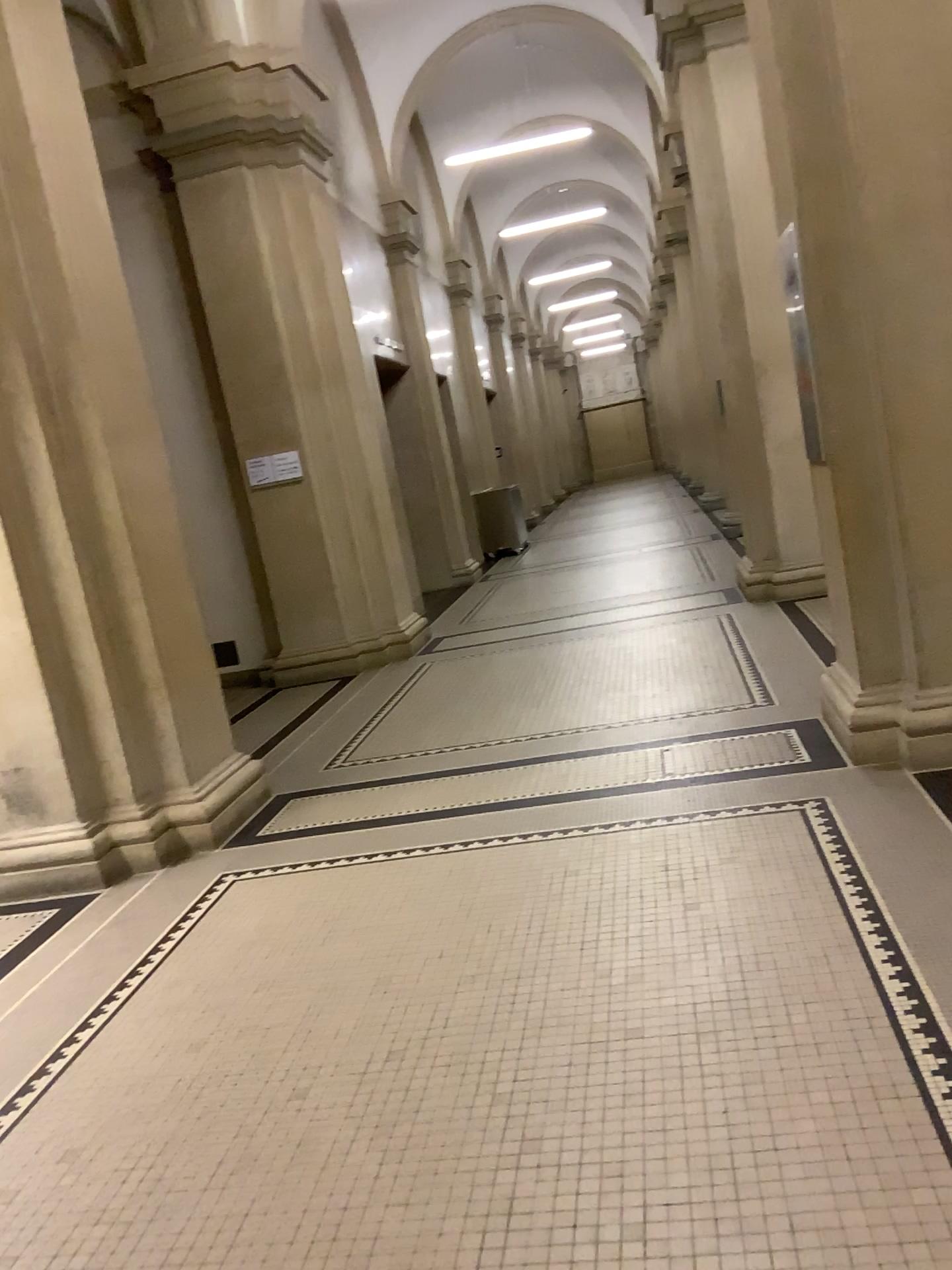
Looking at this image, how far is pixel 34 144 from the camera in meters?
4.4

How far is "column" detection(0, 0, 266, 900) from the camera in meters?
4.4 m

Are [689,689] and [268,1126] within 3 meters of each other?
no
